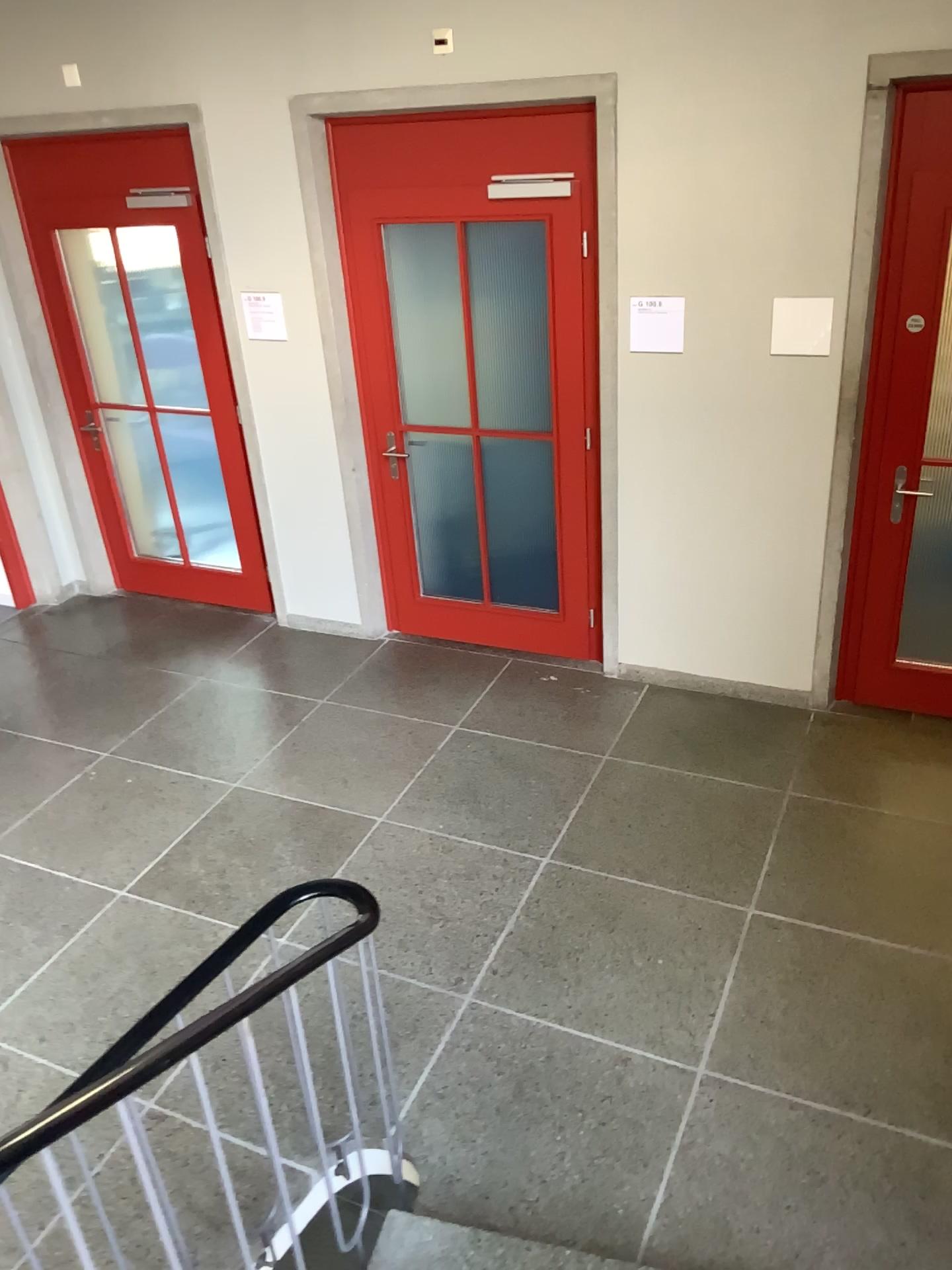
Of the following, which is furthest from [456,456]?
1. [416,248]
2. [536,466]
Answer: [416,248]

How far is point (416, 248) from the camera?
4.5 meters

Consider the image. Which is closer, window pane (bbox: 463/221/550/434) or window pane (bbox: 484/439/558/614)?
window pane (bbox: 463/221/550/434)

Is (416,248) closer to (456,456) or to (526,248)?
(526,248)

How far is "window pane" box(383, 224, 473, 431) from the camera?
4.5 meters

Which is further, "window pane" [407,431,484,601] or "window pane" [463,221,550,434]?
"window pane" [407,431,484,601]

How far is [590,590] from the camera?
4.8m

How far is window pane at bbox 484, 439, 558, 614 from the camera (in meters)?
4.70

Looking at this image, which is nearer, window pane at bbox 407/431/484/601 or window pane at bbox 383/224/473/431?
window pane at bbox 383/224/473/431
